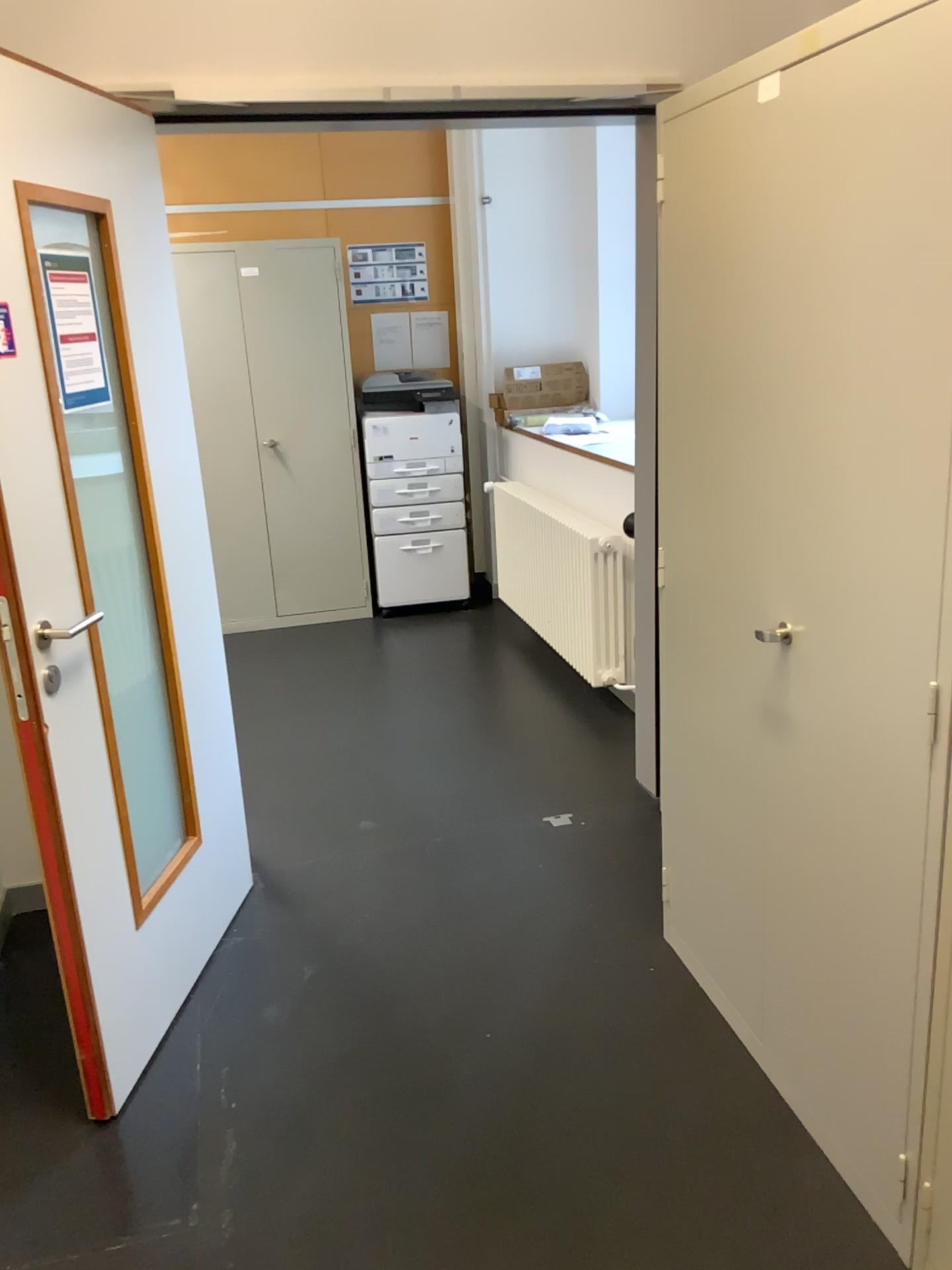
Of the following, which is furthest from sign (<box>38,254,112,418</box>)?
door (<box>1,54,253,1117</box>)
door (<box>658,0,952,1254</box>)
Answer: door (<box>658,0,952,1254</box>)

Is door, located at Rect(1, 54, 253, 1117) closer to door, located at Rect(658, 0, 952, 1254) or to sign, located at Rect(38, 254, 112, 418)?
sign, located at Rect(38, 254, 112, 418)

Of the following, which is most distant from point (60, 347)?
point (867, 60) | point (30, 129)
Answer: point (867, 60)

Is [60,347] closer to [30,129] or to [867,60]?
[30,129]

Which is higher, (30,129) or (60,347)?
(30,129)

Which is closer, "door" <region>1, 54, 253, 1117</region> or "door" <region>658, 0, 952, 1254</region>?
"door" <region>658, 0, 952, 1254</region>

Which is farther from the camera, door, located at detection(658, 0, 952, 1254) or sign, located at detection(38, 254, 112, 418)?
sign, located at detection(38, 254, 112, 418)

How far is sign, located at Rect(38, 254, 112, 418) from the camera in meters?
2.0 m

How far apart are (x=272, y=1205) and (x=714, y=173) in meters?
2.0 m
